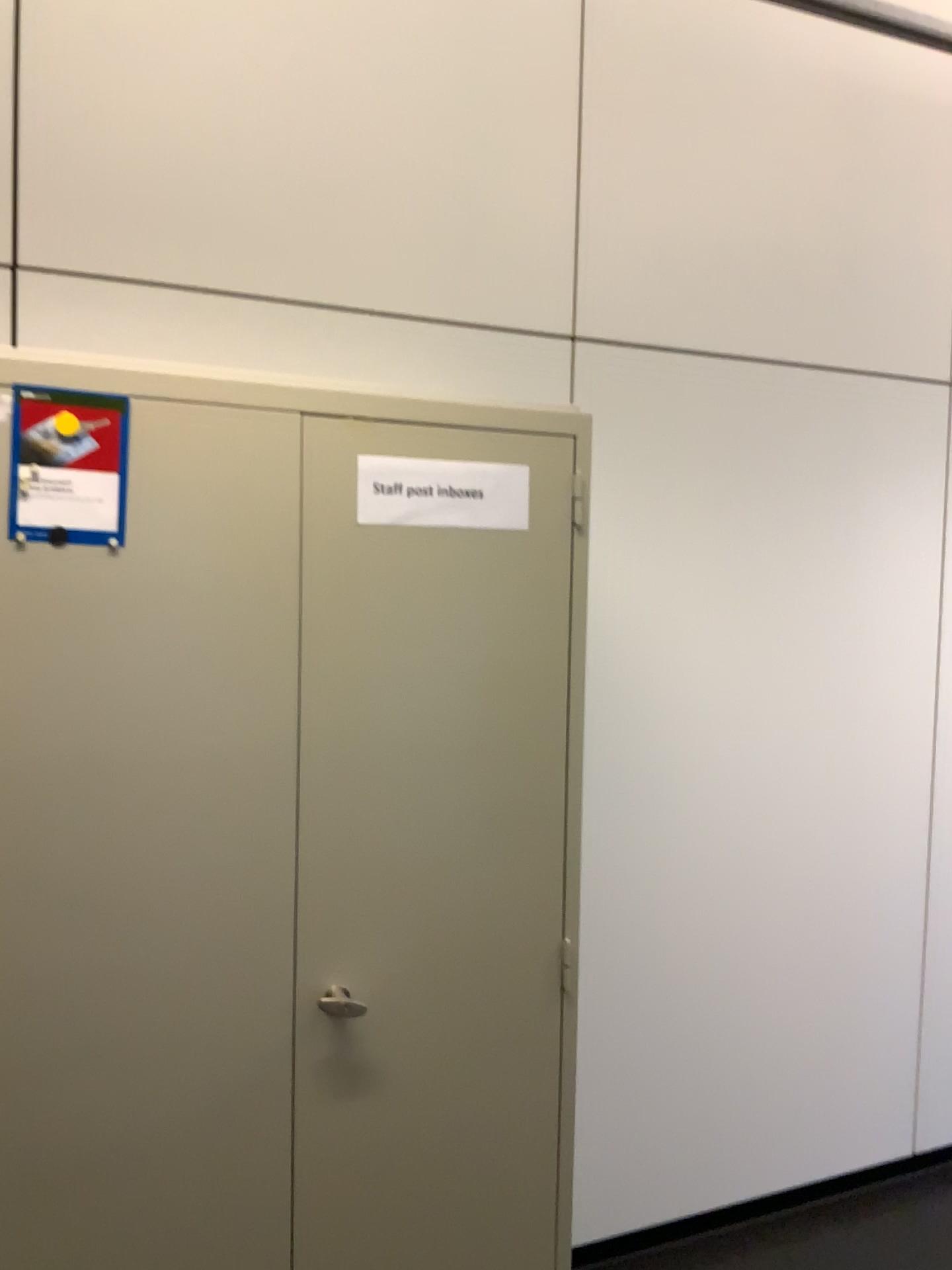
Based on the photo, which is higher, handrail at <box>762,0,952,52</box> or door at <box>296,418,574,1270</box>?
handrail at <box>762,0,952,52</box>

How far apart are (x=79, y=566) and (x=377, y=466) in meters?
0.5

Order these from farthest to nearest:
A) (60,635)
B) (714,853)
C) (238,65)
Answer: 1. (714,853)
2. (238,65)
3. (60,635)

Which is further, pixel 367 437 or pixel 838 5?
pixel 838 5

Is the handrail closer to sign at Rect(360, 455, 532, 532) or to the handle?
sign at Rect(360, 455, 532, 532)

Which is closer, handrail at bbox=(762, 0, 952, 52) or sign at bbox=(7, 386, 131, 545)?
sign at bbox=(7, 386, 131, 545)

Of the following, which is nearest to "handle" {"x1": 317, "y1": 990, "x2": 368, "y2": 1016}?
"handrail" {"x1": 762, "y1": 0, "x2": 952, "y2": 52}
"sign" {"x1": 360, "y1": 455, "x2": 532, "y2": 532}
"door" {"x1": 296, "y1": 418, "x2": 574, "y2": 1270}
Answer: "door" {"x1": 296, "y1": 418, "x2": 574, "y2": 1270}

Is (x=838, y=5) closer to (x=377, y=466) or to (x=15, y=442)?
(x=377, y=466)

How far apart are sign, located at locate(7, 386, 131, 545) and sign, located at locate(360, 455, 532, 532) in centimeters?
36cm

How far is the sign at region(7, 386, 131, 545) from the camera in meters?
1.4 m
